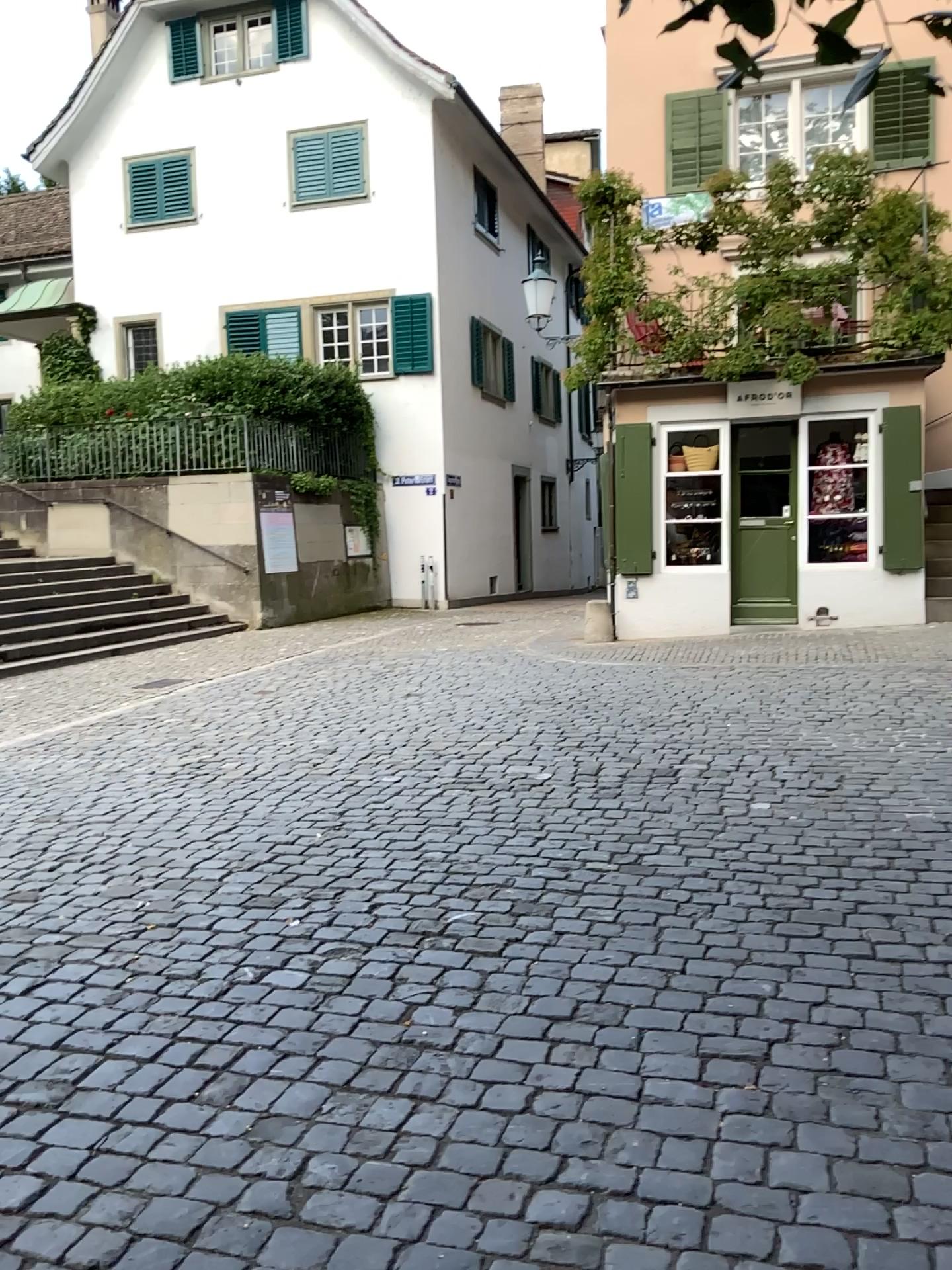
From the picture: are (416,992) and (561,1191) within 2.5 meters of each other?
yes
